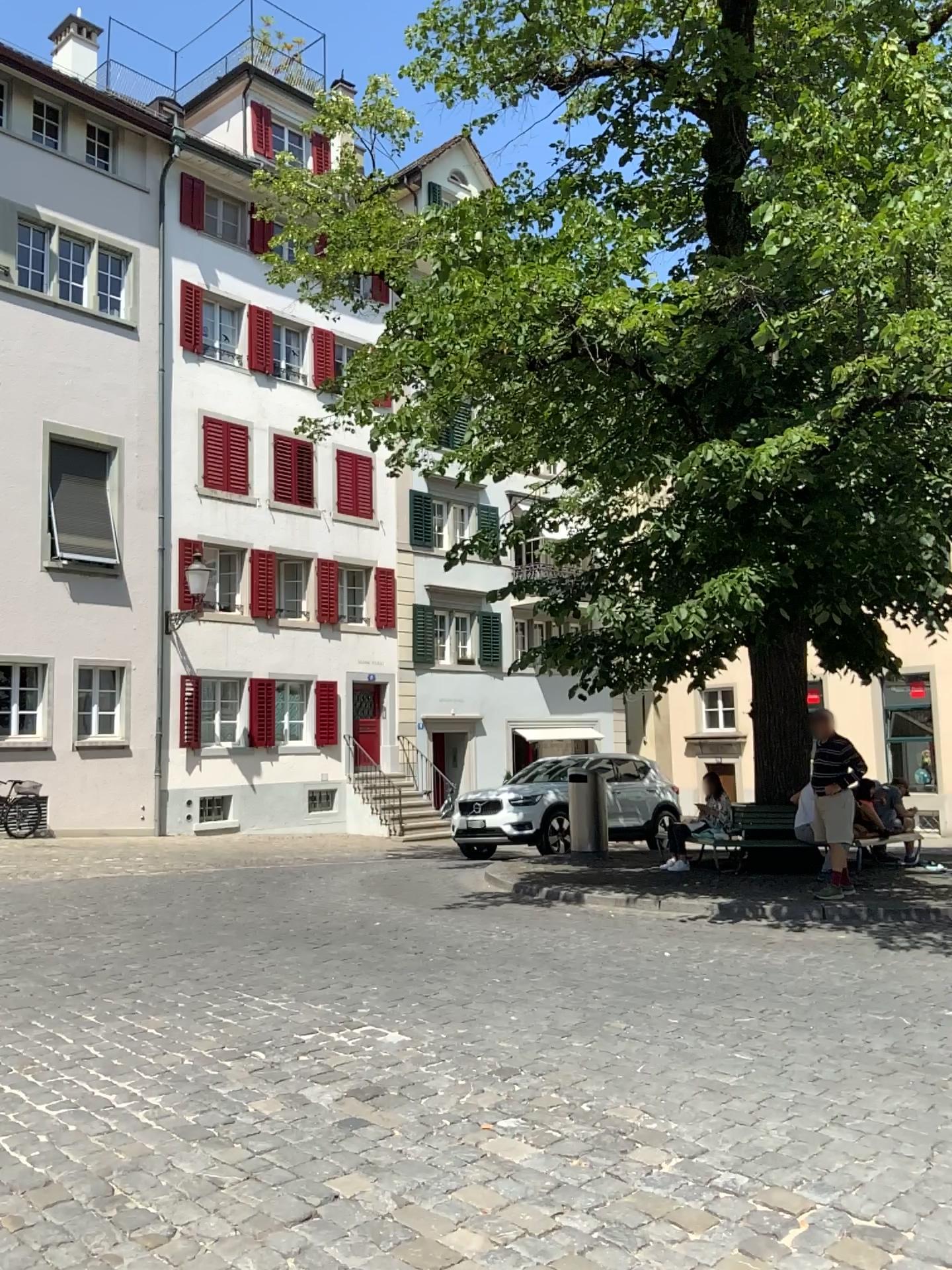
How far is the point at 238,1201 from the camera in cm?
323
